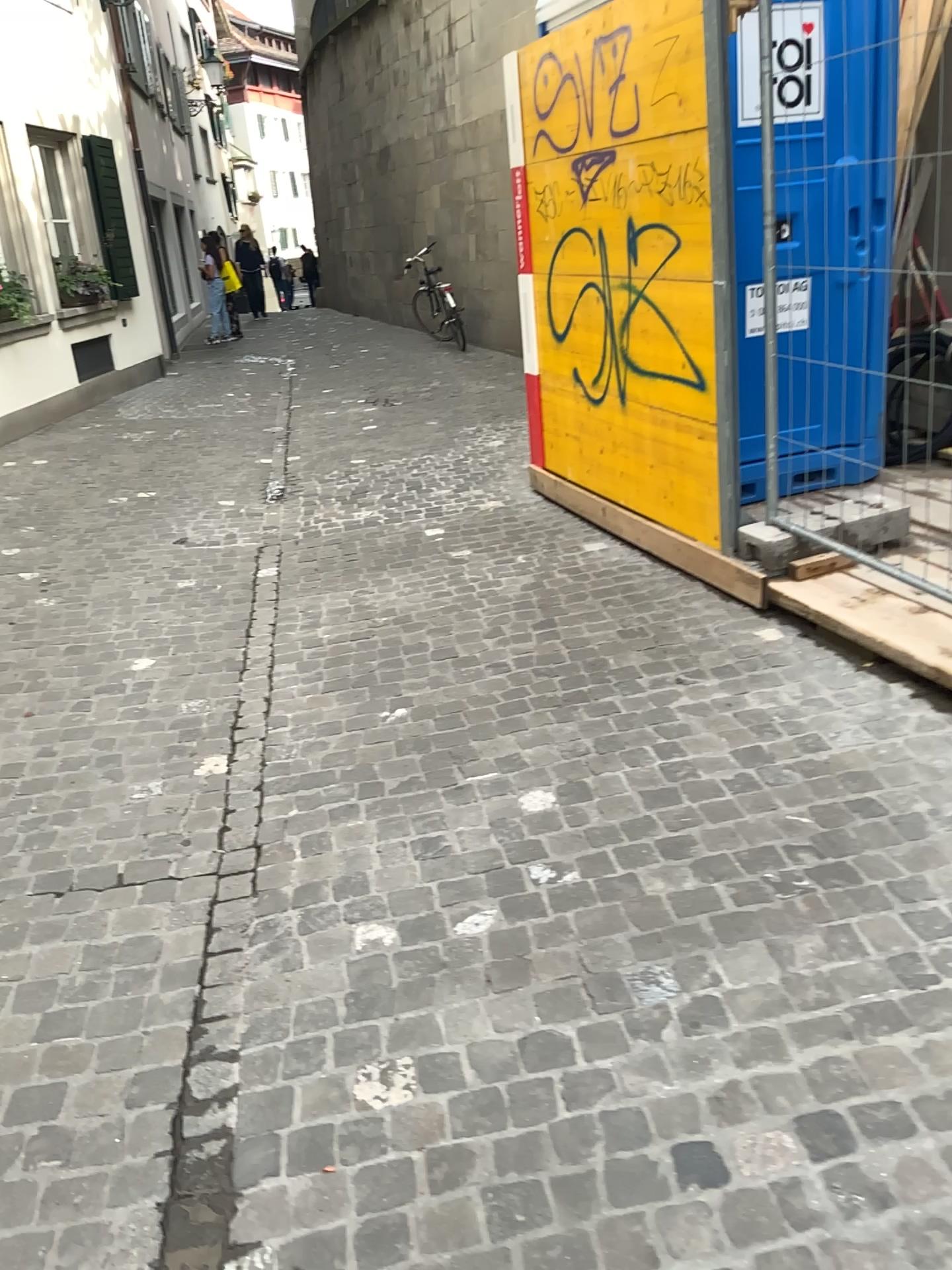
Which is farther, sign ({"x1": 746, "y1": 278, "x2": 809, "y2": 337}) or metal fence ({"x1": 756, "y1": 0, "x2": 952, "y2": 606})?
sign ({"x1": 746, "y1": 278, "x2": 809, "y2": 337})

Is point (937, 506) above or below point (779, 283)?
below

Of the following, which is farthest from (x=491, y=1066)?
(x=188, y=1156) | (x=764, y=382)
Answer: (x=764, y=382)

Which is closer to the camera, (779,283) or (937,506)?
(937,506)
